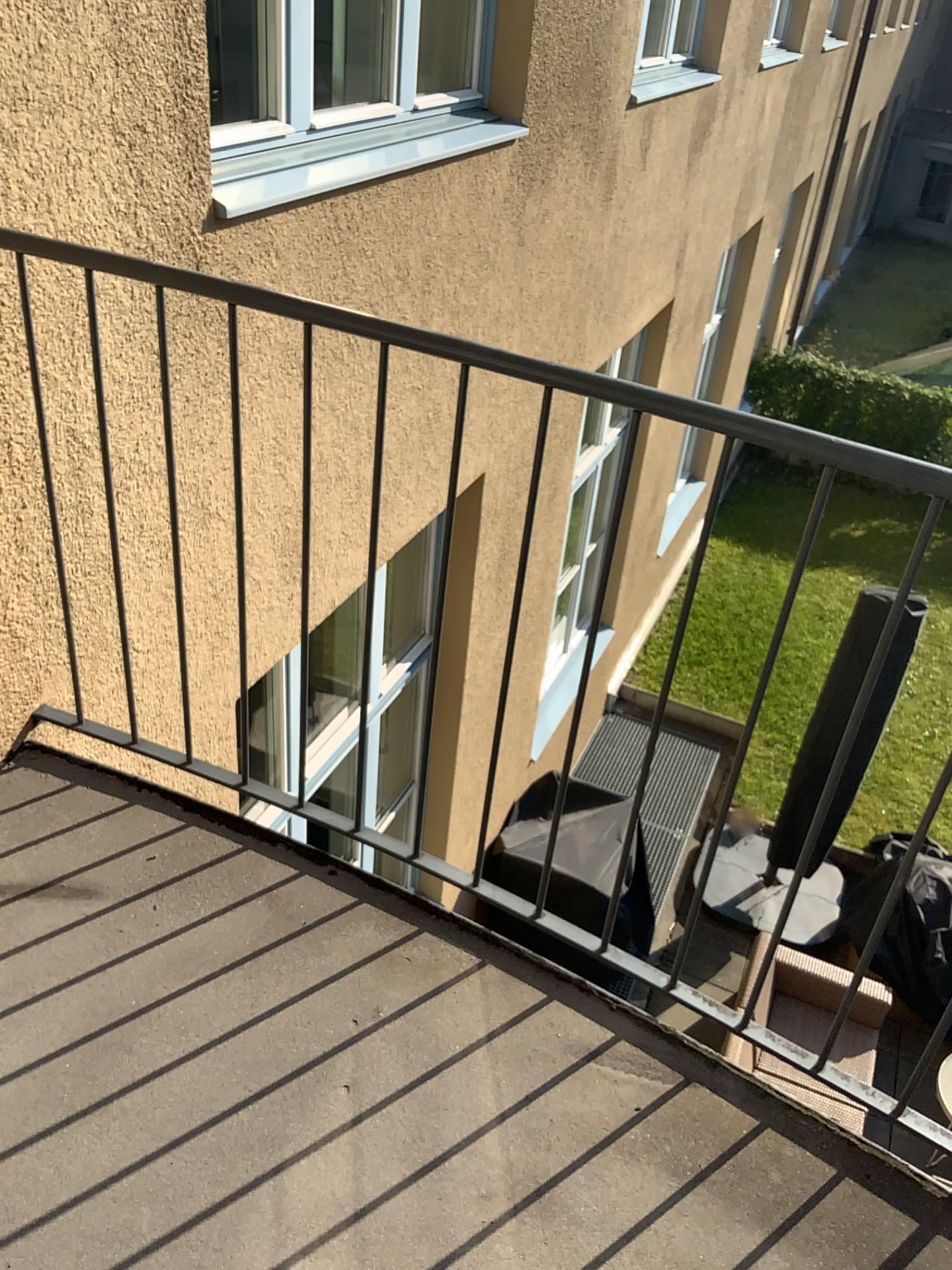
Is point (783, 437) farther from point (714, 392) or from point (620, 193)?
point (714, 392)
